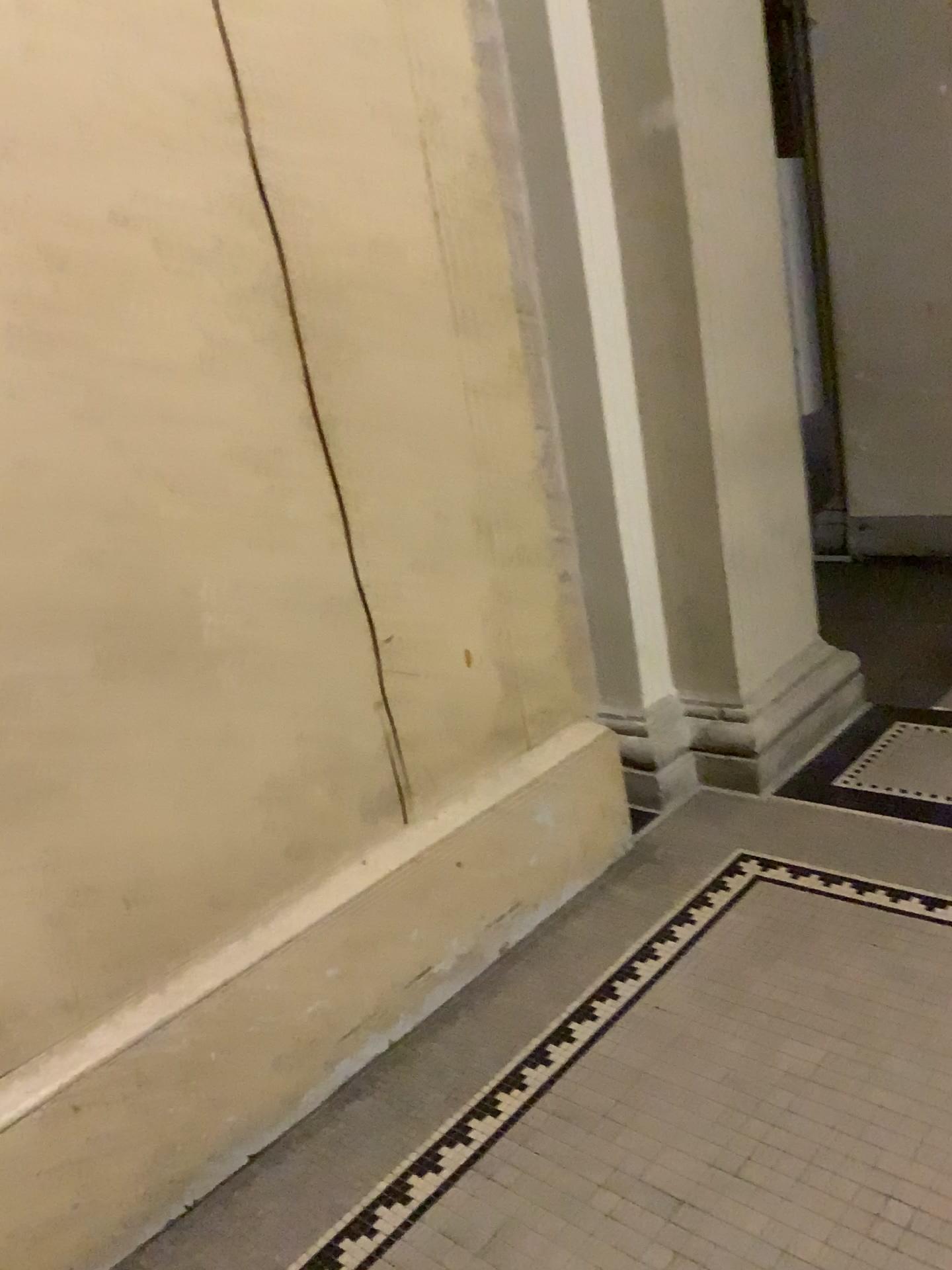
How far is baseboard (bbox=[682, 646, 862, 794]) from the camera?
3.1m

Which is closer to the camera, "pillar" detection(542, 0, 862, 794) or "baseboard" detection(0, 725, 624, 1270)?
"baseboard" detection(0, 725, 624, 1270)

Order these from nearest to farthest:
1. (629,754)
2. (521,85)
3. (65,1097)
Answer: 1. (65,1097)
2. (521,85)
3. (629,754)

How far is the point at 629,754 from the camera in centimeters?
305cm

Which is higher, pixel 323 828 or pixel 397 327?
pixel 397 327

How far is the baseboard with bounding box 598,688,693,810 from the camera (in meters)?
3.04

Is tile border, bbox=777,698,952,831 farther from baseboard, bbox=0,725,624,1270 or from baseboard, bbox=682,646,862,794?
baseboard, bbox=0,725,624,1270

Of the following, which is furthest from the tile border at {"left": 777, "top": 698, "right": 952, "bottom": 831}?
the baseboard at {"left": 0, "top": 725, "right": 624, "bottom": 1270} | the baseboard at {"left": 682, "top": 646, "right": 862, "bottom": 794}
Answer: the baseboard at {"left": 0, "top": 725, "right": 624, "bottom": 1270}

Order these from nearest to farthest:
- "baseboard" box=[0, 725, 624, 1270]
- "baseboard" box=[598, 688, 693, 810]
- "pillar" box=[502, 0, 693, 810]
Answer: "baseboard" box=[0, 725, 624, 1270] → "pillar" box=[502, 0, 693, 810] → "baseboard" box=[598, 688, 693, 810]

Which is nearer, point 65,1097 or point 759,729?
point 65,1097
